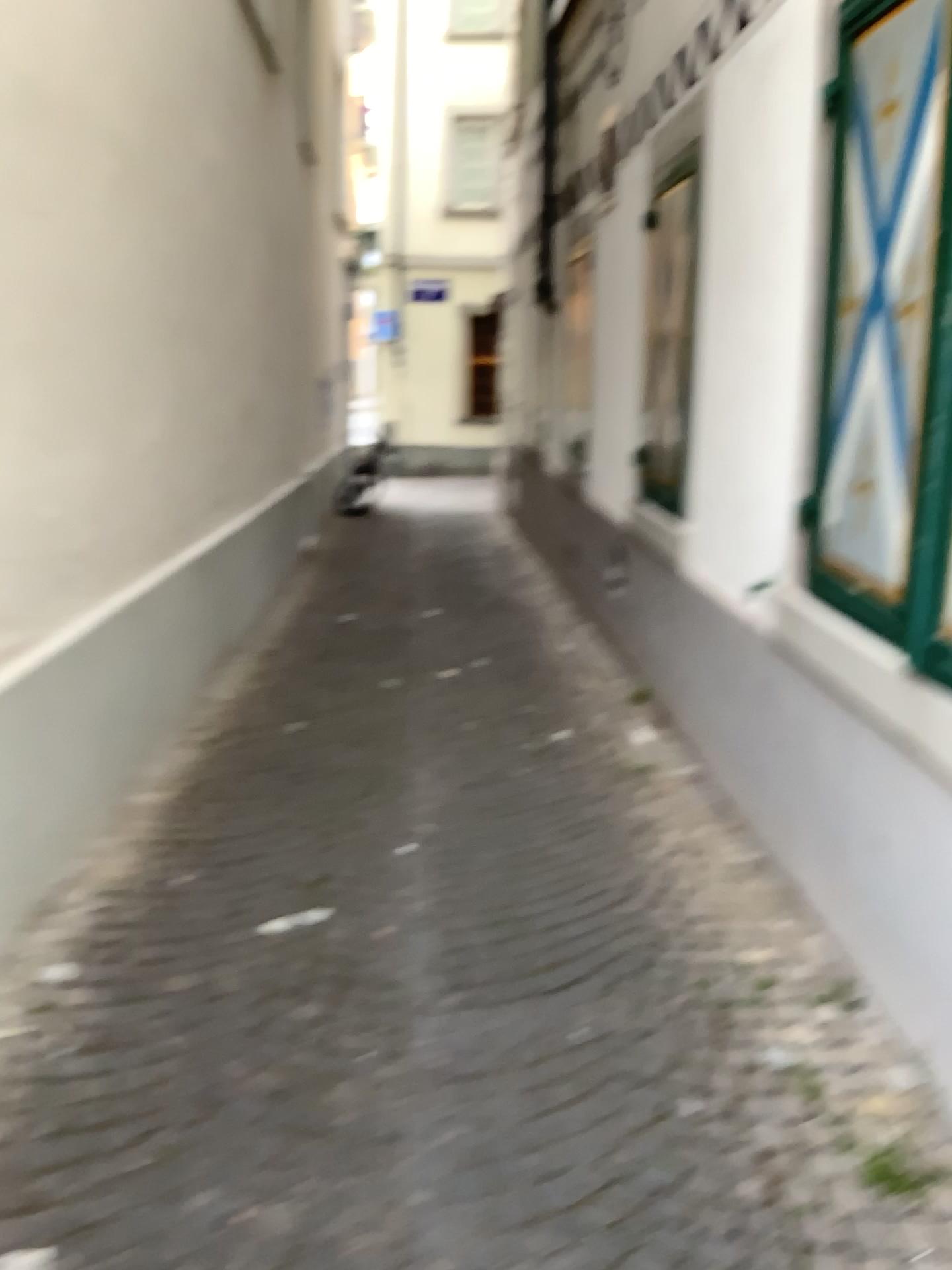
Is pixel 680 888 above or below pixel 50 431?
below

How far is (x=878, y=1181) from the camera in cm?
198

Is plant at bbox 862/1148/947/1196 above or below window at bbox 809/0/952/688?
below

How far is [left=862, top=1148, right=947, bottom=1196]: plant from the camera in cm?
198

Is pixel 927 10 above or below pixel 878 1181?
above
